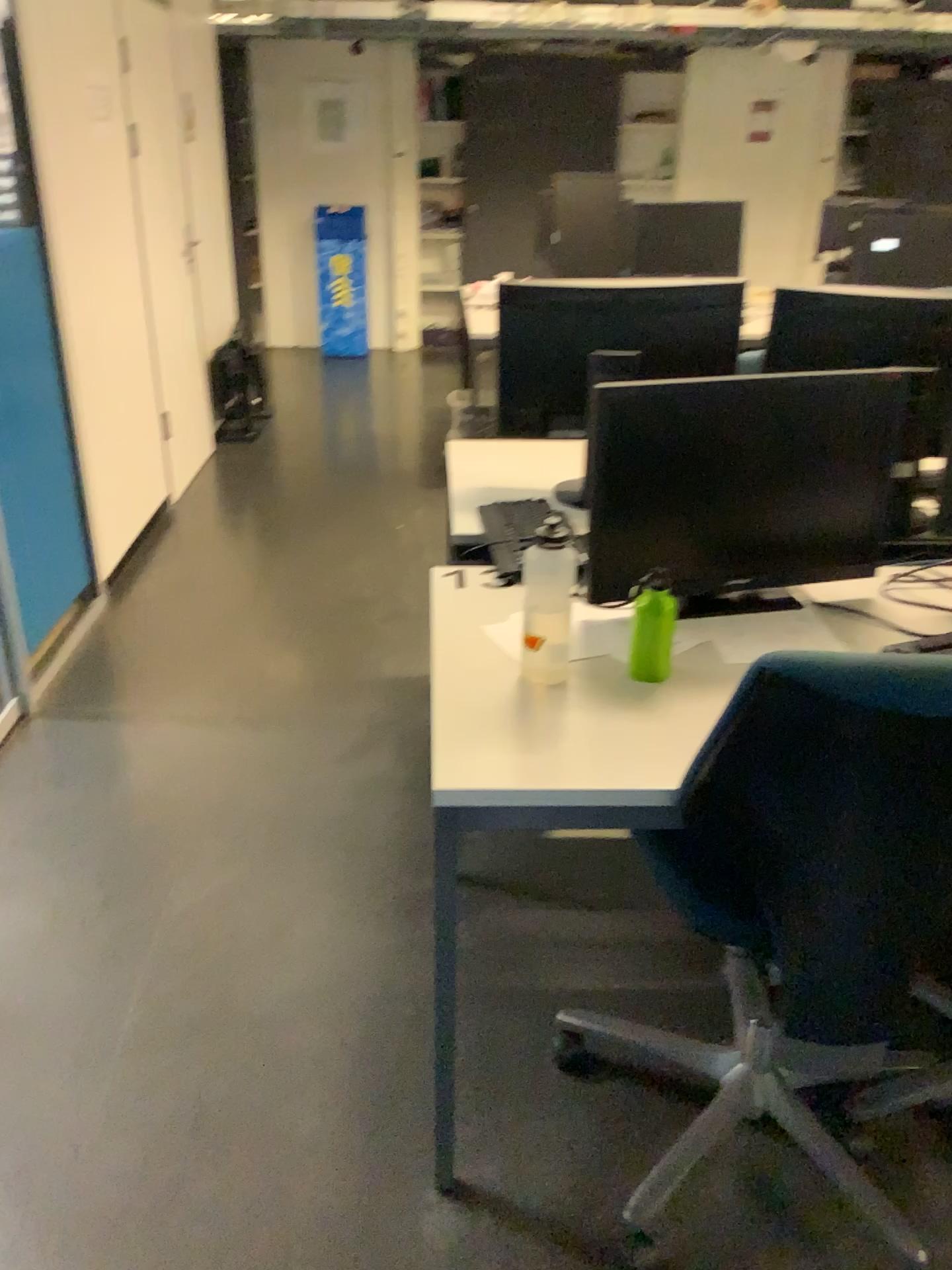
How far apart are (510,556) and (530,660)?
0.4 meters

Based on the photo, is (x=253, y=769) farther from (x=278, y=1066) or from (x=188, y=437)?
(x=188, y=437)

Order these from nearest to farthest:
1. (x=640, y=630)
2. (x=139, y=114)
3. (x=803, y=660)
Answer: (x=803, y=660), (x=640, y=630), (x=139, y=114)

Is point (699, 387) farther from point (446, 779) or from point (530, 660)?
point (446, 779)

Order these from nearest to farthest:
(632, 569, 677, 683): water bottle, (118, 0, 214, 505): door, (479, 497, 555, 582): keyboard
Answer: (632, 569, 677, 683): water bottle → (479, 497, 555, 582): keyboard → (118, 0, 214, 505): door

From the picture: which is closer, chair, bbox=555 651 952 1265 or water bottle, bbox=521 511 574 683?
chair, bbox=555 651 952 1265

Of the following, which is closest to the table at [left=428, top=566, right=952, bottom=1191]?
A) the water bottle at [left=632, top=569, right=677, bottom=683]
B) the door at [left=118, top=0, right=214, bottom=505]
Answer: the water bottle at [left=632, top=569, right=677, bottom=683]

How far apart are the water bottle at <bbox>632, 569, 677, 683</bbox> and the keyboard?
0.4 meters

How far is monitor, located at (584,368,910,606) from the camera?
1.75m

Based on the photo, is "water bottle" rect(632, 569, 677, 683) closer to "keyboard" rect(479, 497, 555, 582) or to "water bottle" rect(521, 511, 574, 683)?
"water bottle" rect(521, 511, 574, 683)
